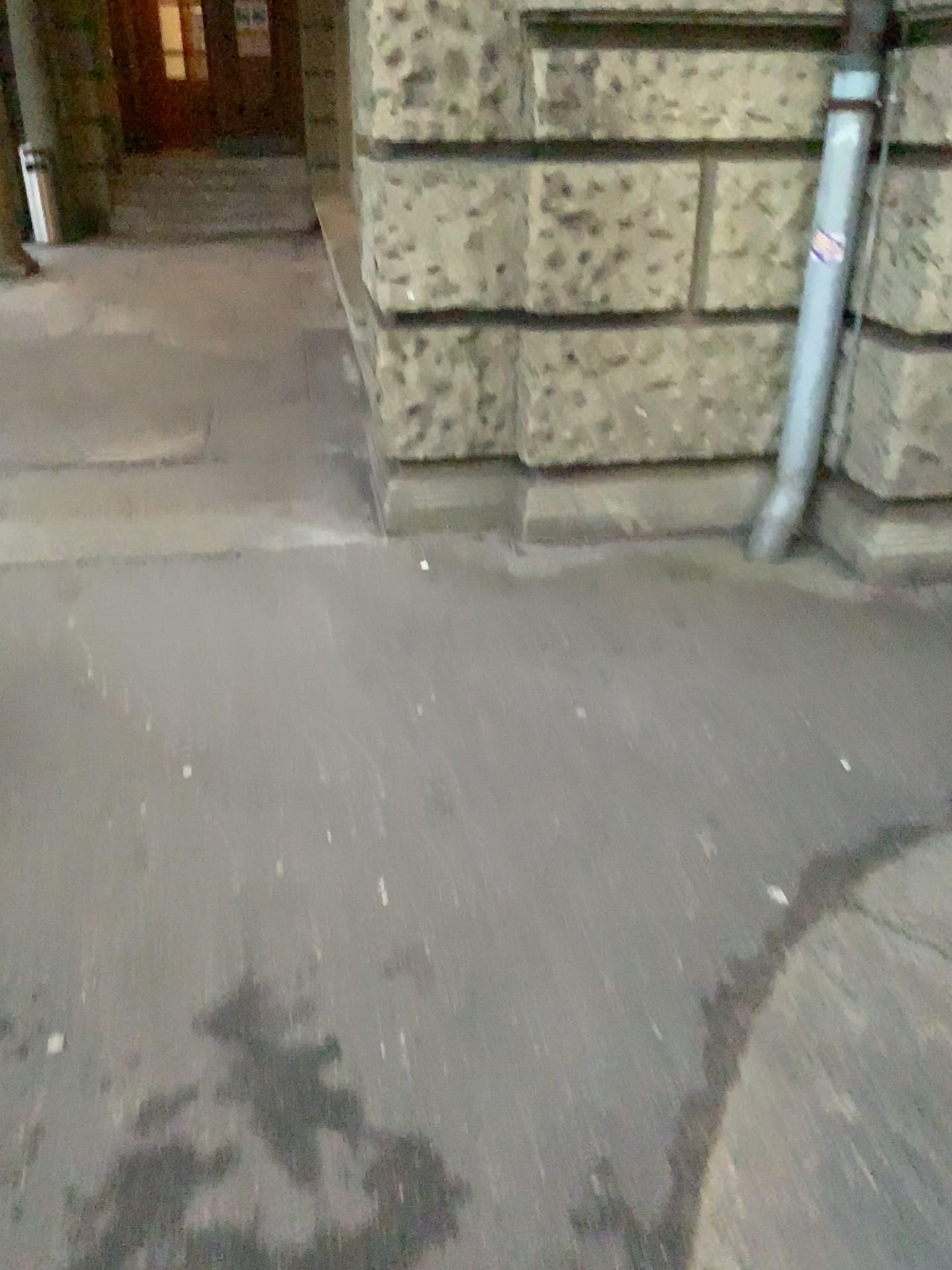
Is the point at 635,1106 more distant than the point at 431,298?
No

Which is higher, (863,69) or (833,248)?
(863,69)
